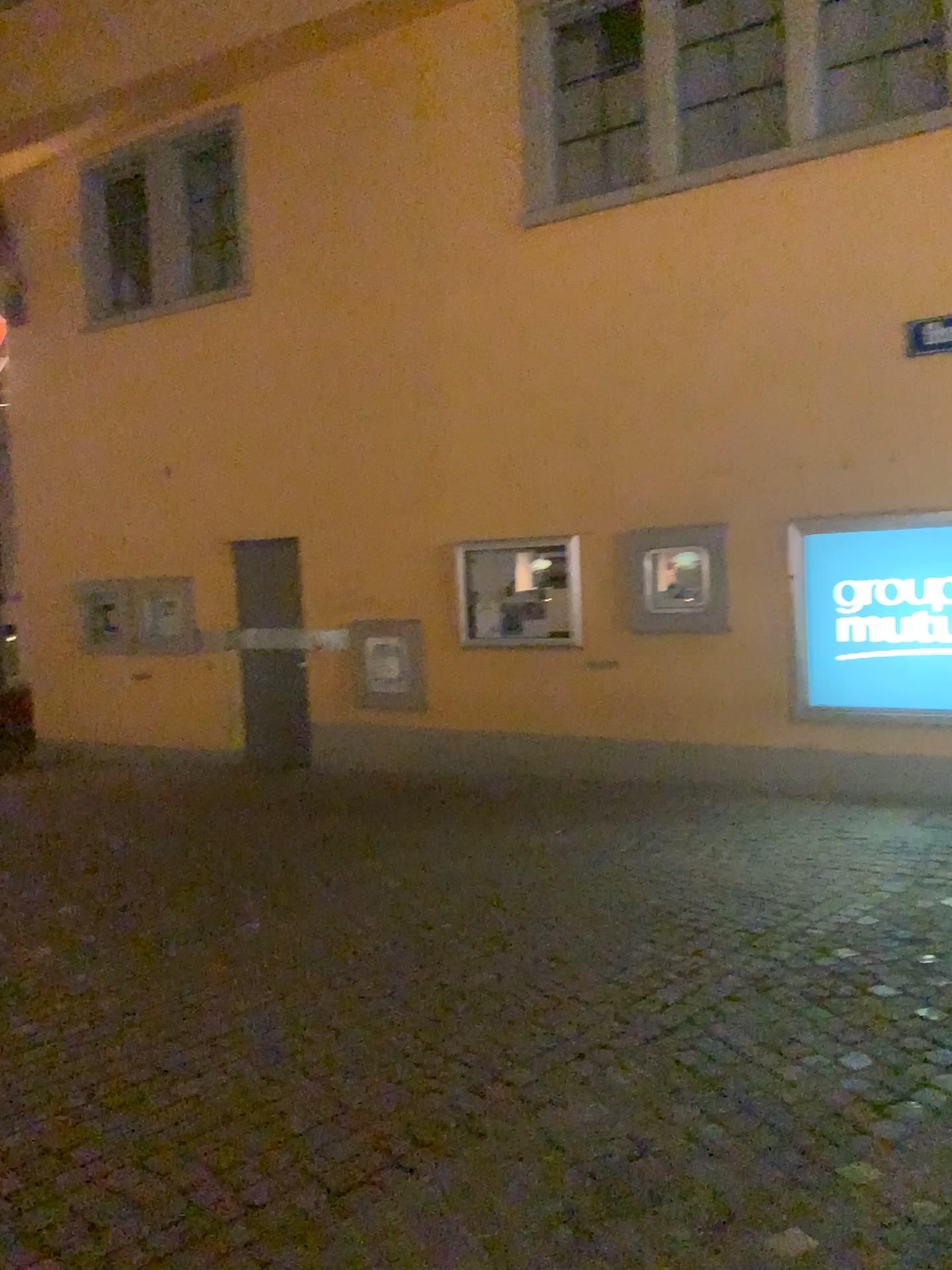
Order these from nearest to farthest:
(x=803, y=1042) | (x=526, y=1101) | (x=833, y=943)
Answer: (x=526, y=1101)
(x=803, y=1042)
(x=833, y=943)
